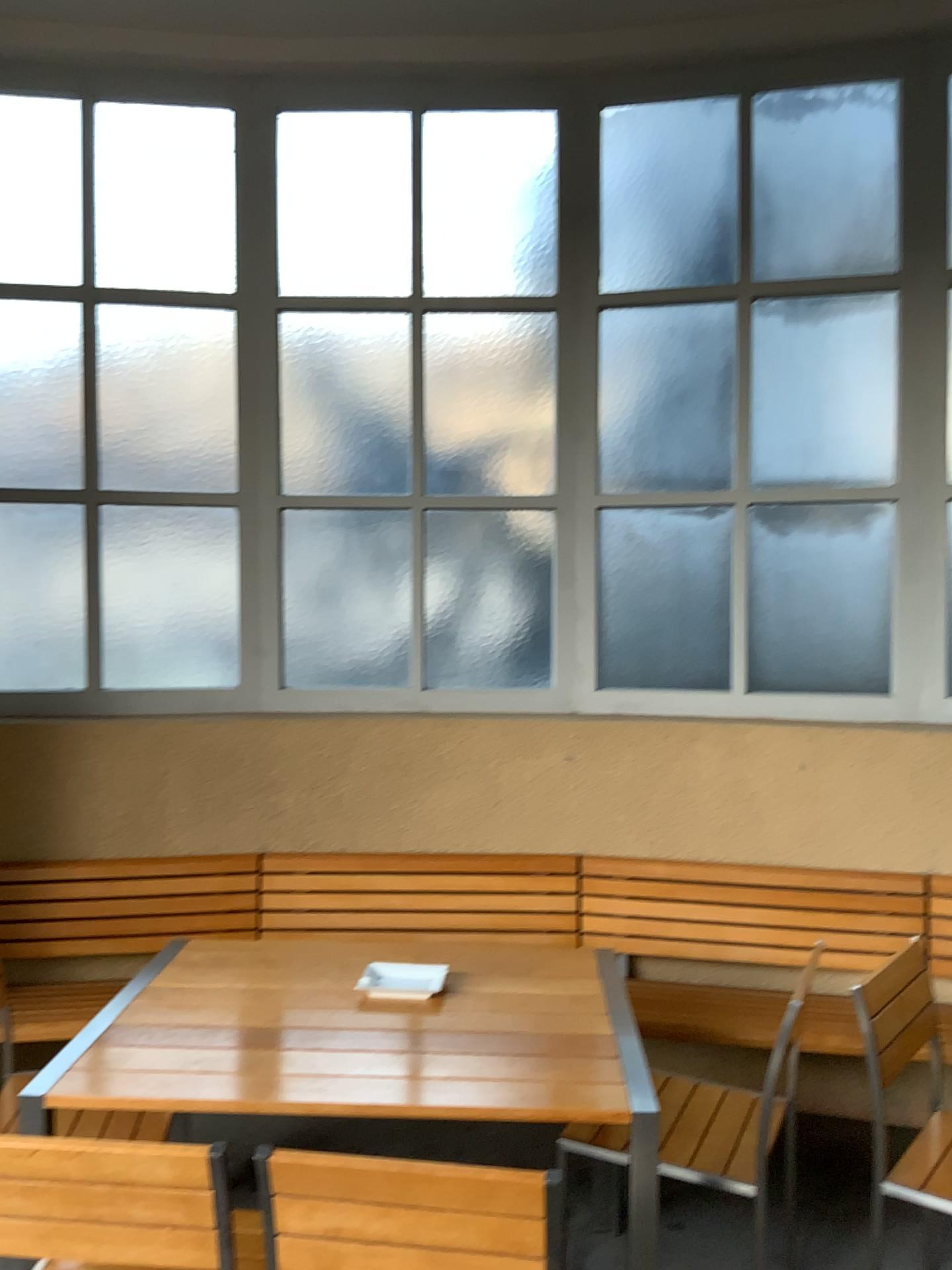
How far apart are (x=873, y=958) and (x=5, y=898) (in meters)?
2.78

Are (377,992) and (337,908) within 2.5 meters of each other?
yes

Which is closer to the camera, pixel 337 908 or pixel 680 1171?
pixel 680 1171

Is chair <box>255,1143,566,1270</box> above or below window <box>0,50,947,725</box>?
below

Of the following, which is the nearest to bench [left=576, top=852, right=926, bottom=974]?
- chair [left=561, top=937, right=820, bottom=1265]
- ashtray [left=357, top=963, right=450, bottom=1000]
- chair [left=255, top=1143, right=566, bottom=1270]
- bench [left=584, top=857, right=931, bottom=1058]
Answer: bench [left=584, top=857, right=931, bottom=1058]

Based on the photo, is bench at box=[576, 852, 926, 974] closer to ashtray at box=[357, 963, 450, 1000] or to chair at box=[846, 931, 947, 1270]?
chair at box=[846, 931, 947, 1270]

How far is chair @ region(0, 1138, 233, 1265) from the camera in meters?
1.6

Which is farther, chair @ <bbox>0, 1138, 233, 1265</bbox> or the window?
the window

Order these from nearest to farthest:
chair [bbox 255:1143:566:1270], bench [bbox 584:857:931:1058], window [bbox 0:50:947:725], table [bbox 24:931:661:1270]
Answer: chair [bbox 255:1143:566:1270] → table [bbox 24:931:661:1270] → bench [bbox 584:857:931:1058] → window [bbox 0:50:947:725]

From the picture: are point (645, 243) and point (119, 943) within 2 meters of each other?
no
